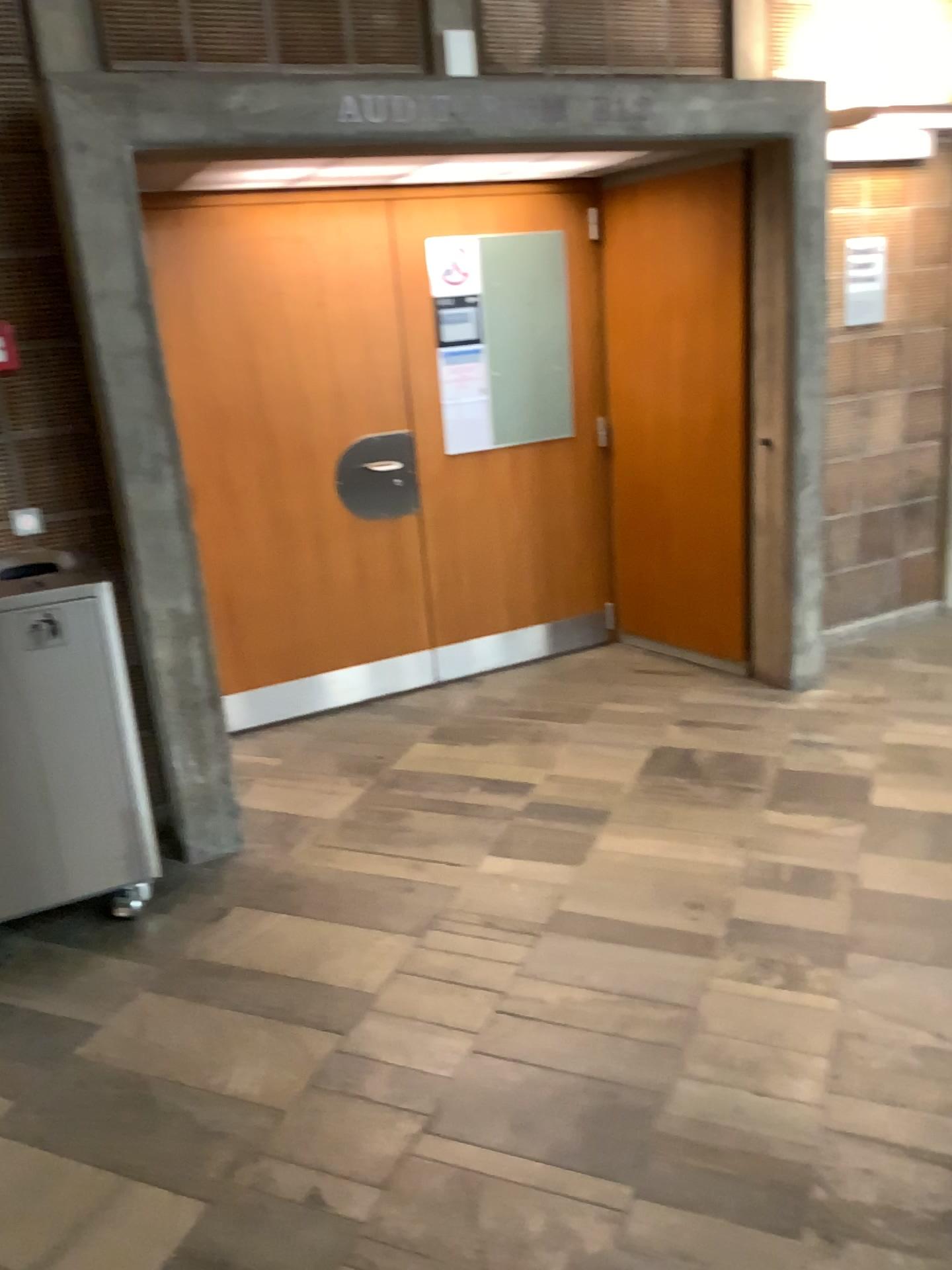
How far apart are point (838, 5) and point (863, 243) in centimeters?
91cm

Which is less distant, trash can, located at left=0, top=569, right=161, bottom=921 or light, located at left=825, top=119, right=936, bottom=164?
trash can, located at left=0, top=569, right=161, bottom=921

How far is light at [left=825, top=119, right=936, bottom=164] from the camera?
4.2m

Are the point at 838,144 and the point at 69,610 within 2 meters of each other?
no

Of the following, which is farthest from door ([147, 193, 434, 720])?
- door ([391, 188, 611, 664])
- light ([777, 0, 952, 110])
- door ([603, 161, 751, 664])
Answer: light ([777, 0, 952, 110])

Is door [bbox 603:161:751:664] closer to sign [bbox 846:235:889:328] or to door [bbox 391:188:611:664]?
door [bbox 391:188:611:664]

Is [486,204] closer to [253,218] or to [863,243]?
[253,218]

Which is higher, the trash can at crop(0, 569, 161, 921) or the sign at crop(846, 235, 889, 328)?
the sign at crop(846, 235, 889, 328)

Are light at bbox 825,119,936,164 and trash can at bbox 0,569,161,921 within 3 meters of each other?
no

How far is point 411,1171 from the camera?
2.03m
